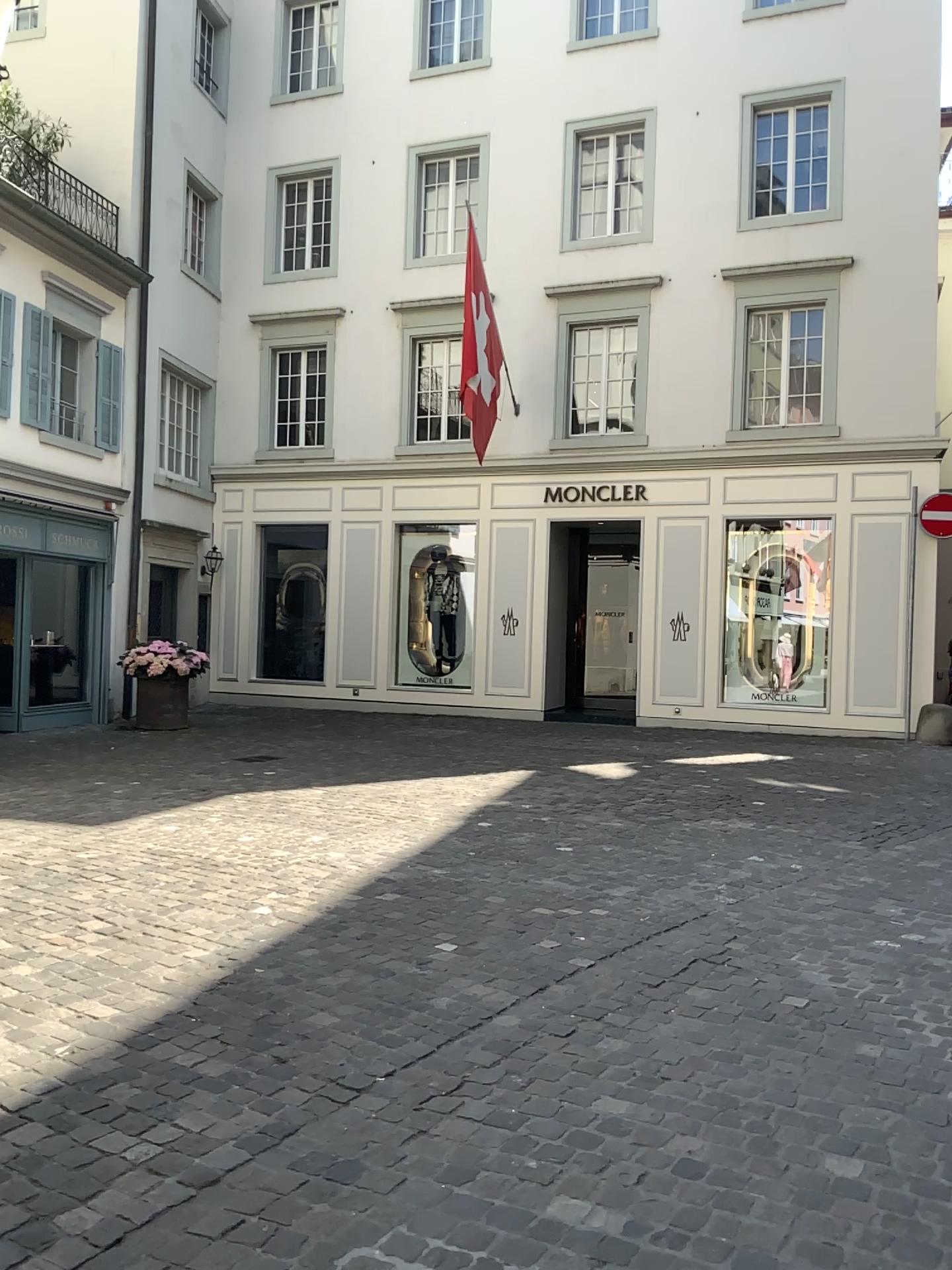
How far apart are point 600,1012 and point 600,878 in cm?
191
